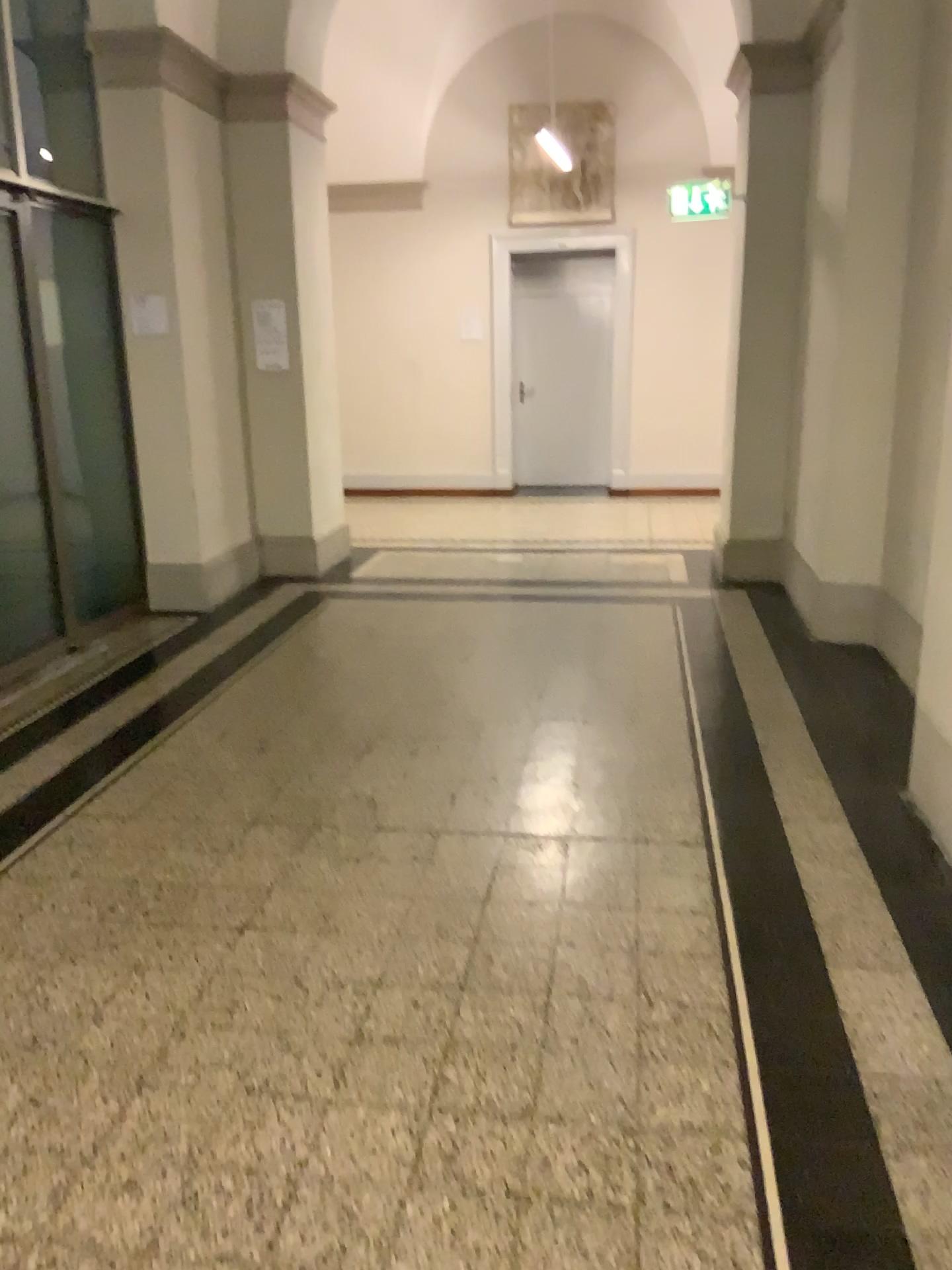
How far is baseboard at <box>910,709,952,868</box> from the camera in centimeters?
302cm

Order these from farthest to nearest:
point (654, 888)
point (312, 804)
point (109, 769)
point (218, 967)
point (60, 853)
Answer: point (109, 769)
point (312, 804)
point (60, 853)
point (654, 888)
point (218, 967)

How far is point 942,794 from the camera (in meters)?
3.02
